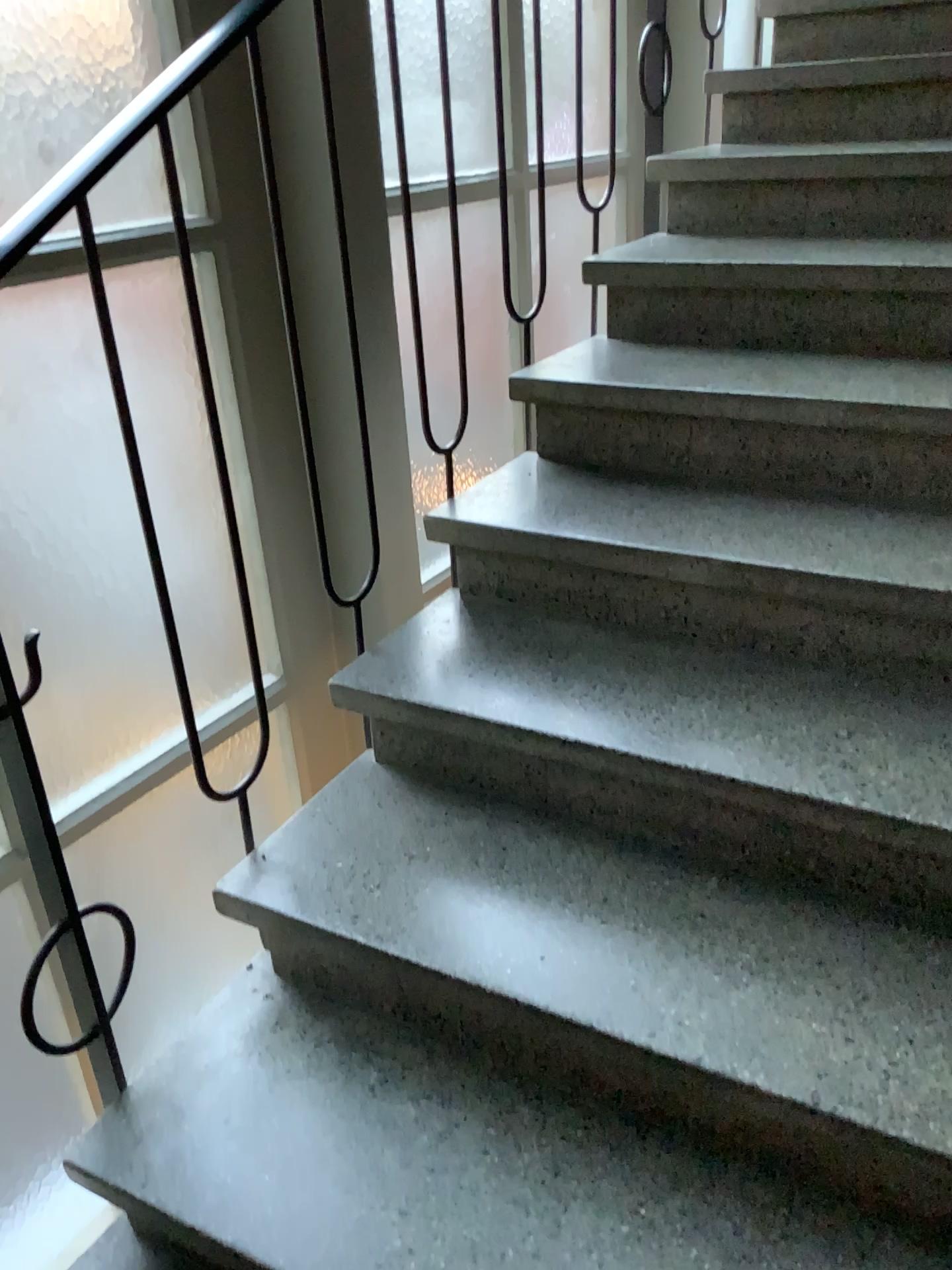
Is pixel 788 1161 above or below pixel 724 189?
below

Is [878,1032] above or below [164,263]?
below
